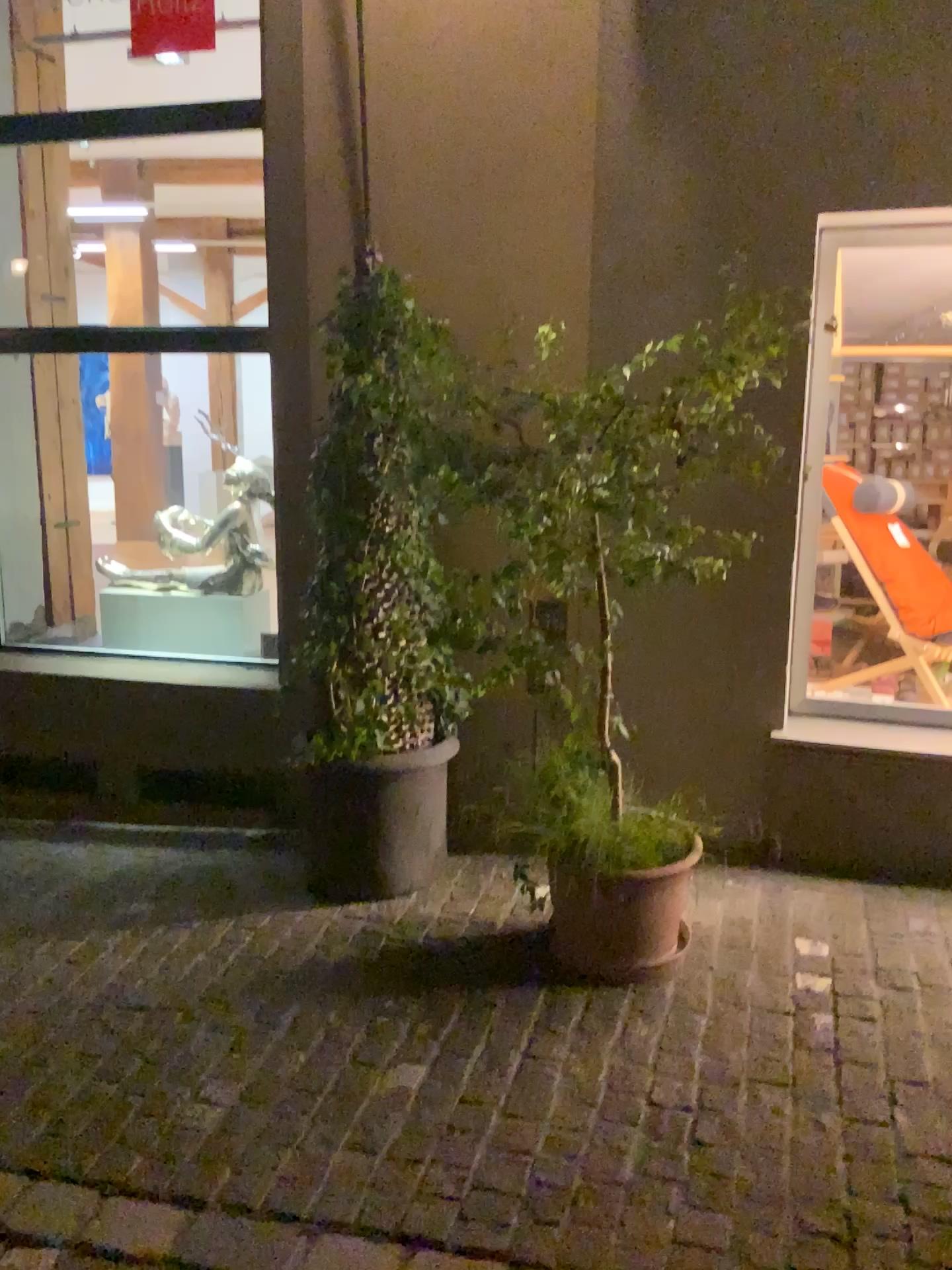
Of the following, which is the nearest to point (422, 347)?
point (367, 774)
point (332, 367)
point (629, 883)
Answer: point (332, 367)

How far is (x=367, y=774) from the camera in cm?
350

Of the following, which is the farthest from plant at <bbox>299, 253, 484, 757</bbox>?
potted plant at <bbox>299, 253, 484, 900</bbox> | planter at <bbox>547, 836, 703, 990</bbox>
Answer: planter at <bbox>547, 836, 703, 990</bbox>

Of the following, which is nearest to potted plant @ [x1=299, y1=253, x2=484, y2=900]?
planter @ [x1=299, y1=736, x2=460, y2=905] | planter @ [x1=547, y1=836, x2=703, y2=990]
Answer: planter @ [x1=299, y1=736, x2=460, y2=905]

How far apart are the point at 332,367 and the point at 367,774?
1.3 meters

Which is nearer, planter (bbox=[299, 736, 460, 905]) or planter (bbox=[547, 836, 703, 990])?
planter (bbox=[547, 836, 703, 990])

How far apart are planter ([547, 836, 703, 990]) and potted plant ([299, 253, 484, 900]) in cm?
66

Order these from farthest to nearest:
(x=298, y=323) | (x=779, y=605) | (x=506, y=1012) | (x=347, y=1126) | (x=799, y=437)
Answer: (x=298, y=323)
(x=779, y=605)
(x=799, y=437)
(x=506, y=1012)
(x=347, y=1126)

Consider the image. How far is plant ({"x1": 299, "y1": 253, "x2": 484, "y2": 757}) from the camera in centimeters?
329cm

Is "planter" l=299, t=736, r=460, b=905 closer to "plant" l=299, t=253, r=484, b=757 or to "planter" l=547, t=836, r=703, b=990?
"plant" l=299, t=253, r=484, b=757
